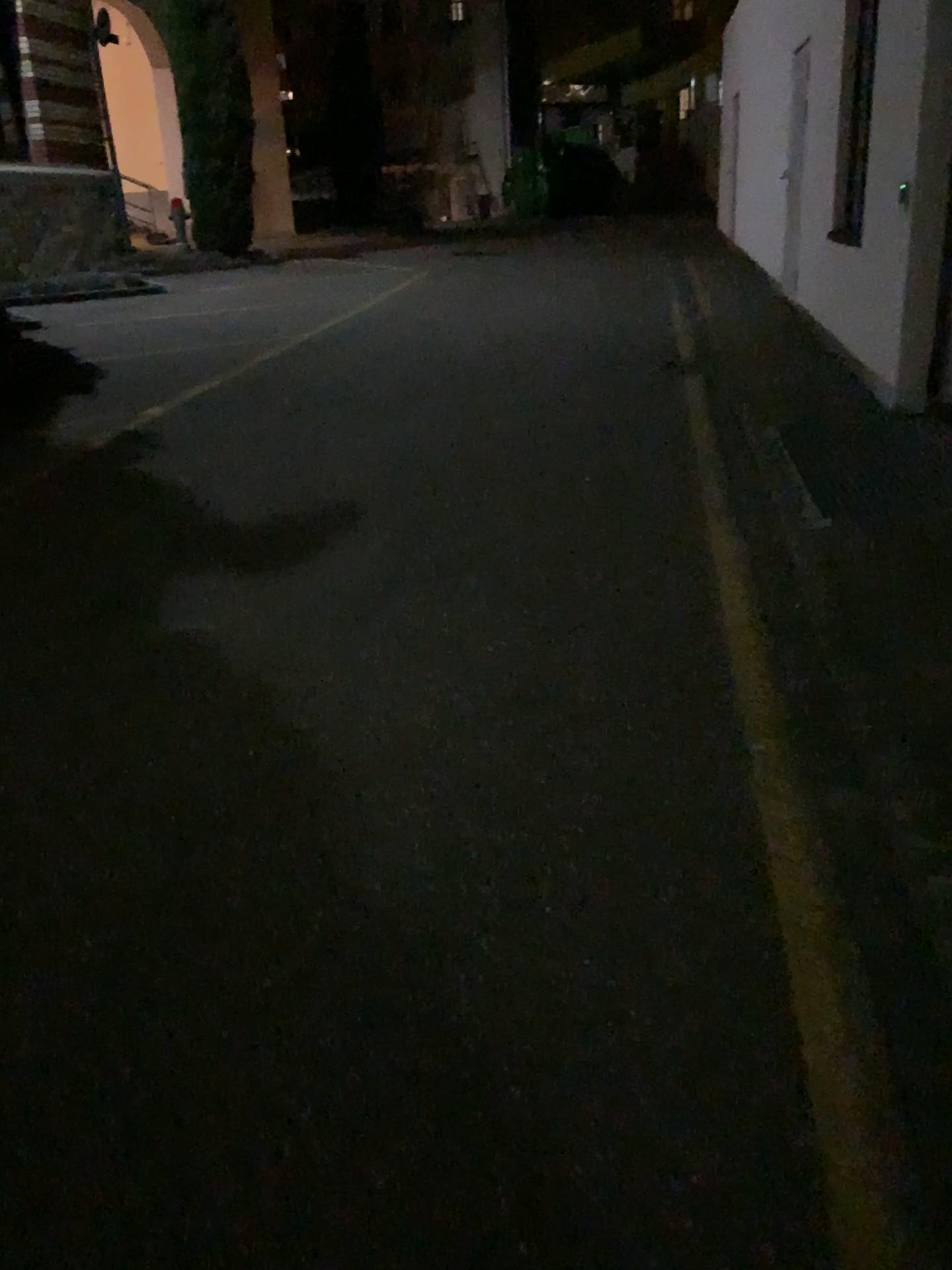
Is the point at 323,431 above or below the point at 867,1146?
above
